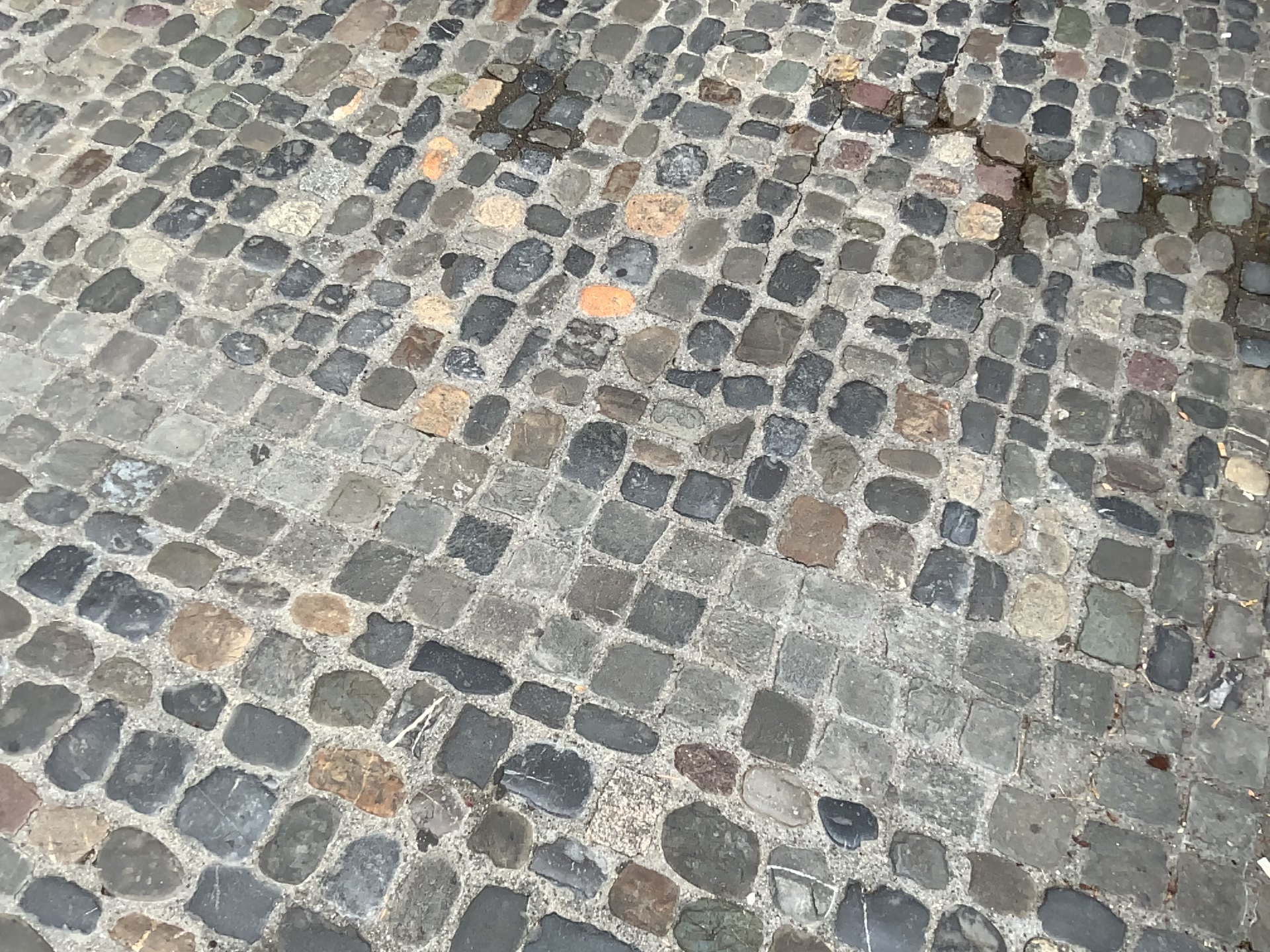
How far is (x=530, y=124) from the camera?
2.19m
